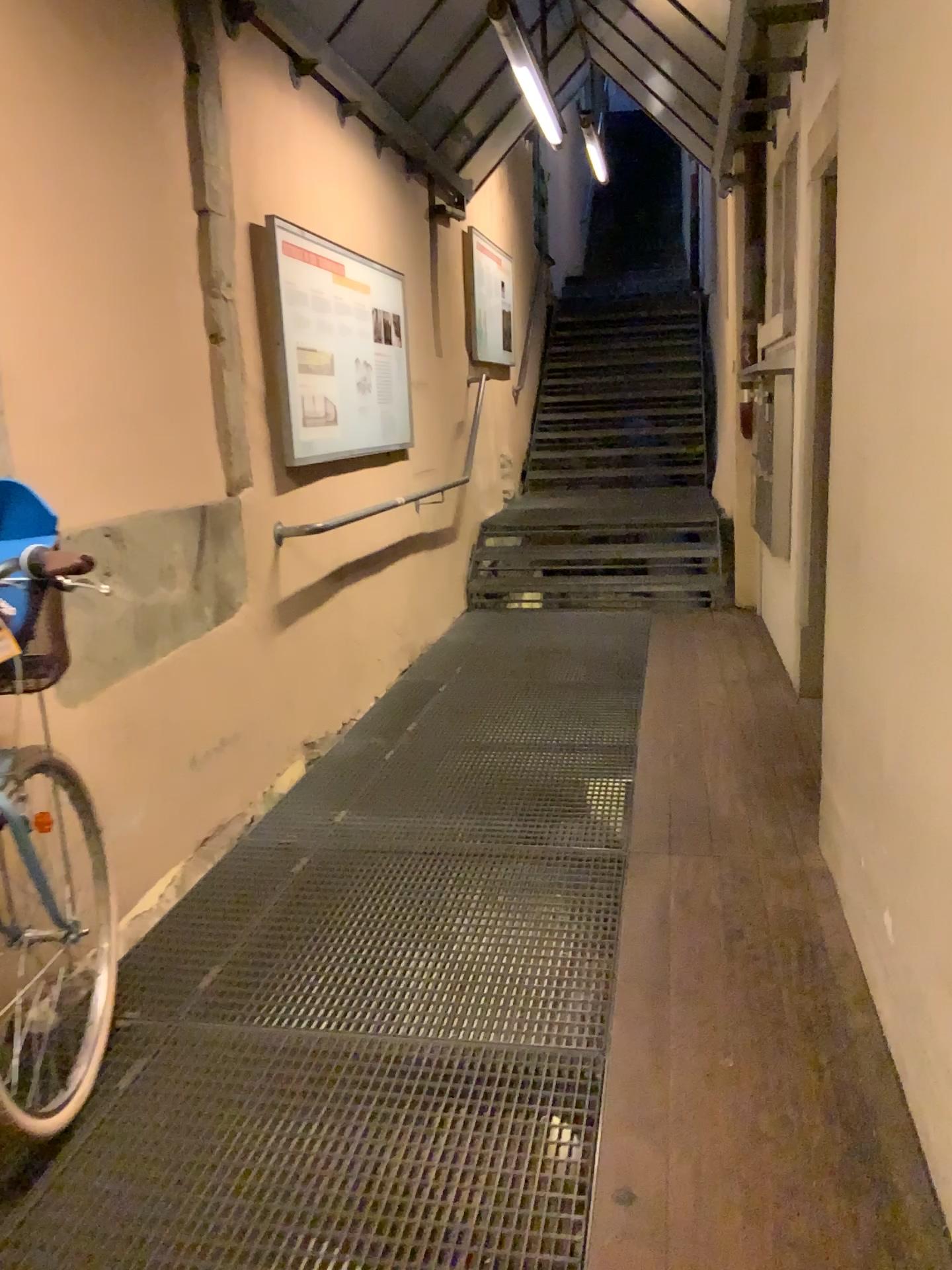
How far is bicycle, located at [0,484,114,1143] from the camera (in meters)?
1.78

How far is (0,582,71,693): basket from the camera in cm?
176

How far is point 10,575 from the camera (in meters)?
1.78

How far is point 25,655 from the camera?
1.8 meters

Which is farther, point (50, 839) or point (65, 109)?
point (65, 109)
